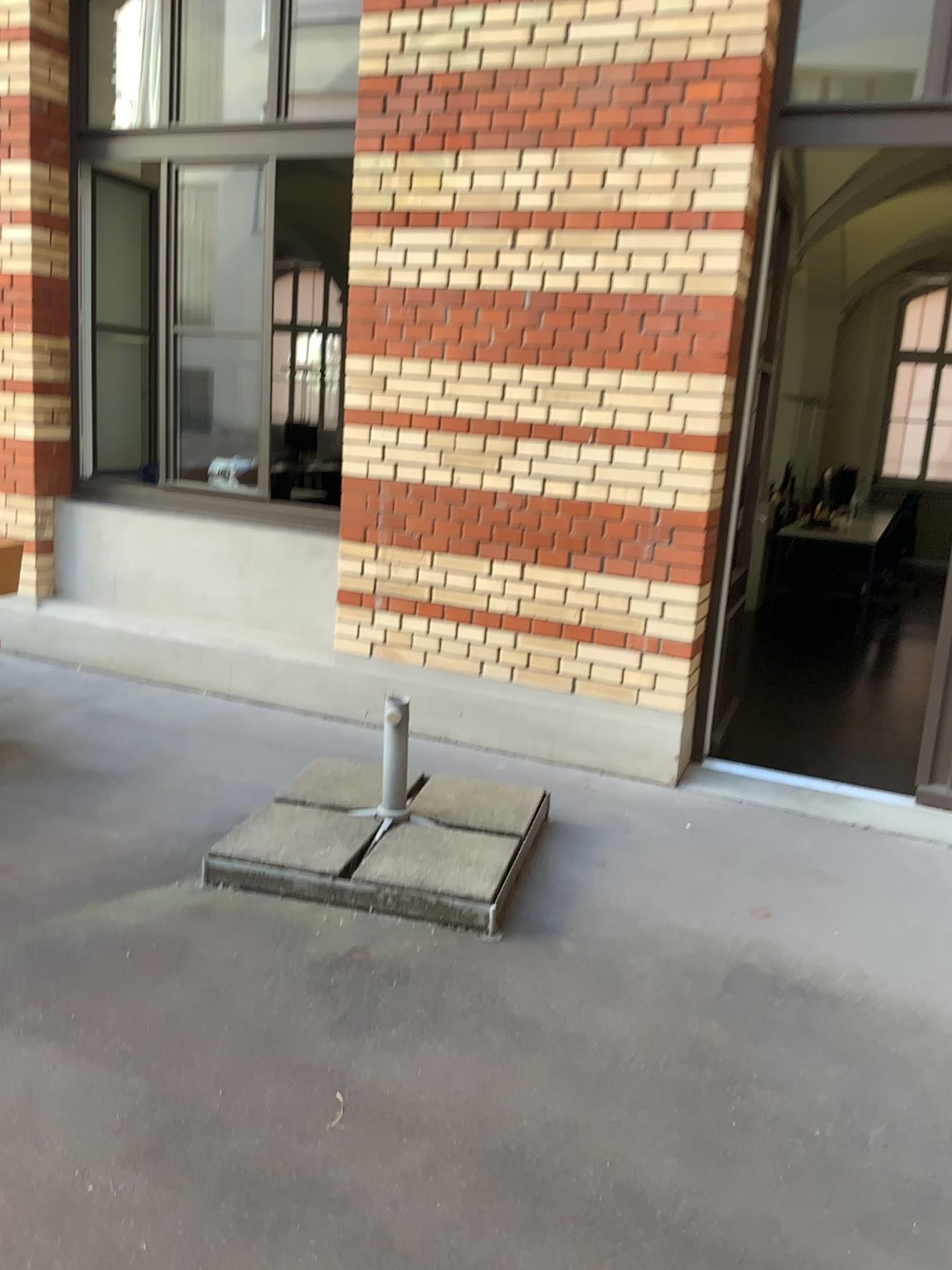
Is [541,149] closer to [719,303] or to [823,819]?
[719,303]

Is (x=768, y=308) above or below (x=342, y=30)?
below

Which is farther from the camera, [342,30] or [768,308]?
[342,30]

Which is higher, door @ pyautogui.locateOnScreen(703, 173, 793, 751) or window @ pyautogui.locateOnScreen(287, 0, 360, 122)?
window @ pyautogui.locateOnScreen(287, 0, 360, 122)

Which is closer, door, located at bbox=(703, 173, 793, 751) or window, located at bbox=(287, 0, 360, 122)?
door, located at bbox=(703, 173, 793, 751)
